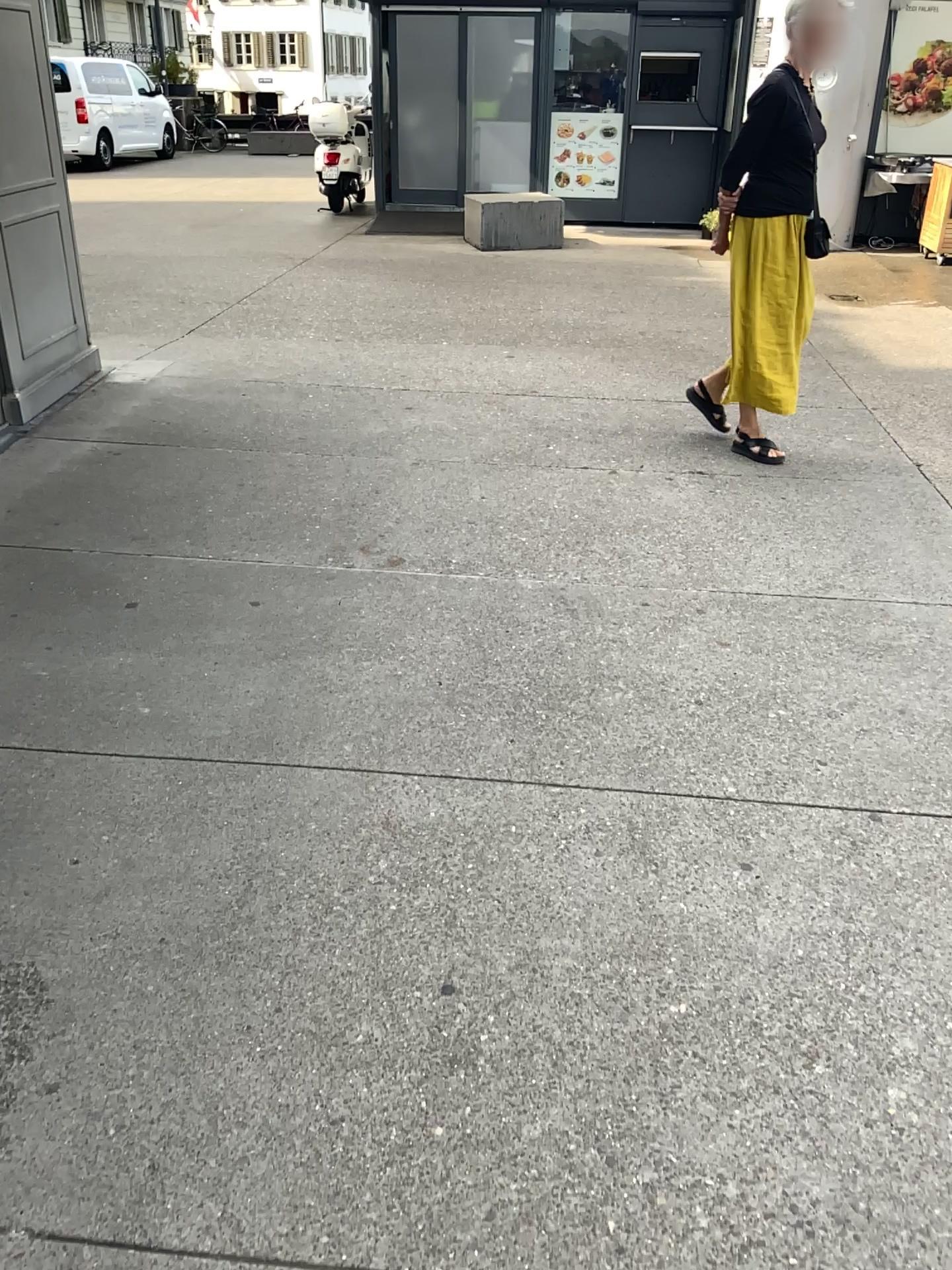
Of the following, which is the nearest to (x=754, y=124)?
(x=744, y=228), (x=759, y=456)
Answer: (x=744, y=228)

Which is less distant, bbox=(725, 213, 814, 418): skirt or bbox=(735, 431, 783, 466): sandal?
bbox=(725, 213, 814, 418): skirt

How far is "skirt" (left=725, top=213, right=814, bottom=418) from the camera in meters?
4.1 m

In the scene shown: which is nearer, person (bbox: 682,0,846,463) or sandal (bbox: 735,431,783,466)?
person (bbox: 682,0,846,463)

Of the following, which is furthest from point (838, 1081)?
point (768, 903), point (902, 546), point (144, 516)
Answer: point (144, 516)

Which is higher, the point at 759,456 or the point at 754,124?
the point at 754,124

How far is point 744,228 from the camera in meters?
4.1 m
